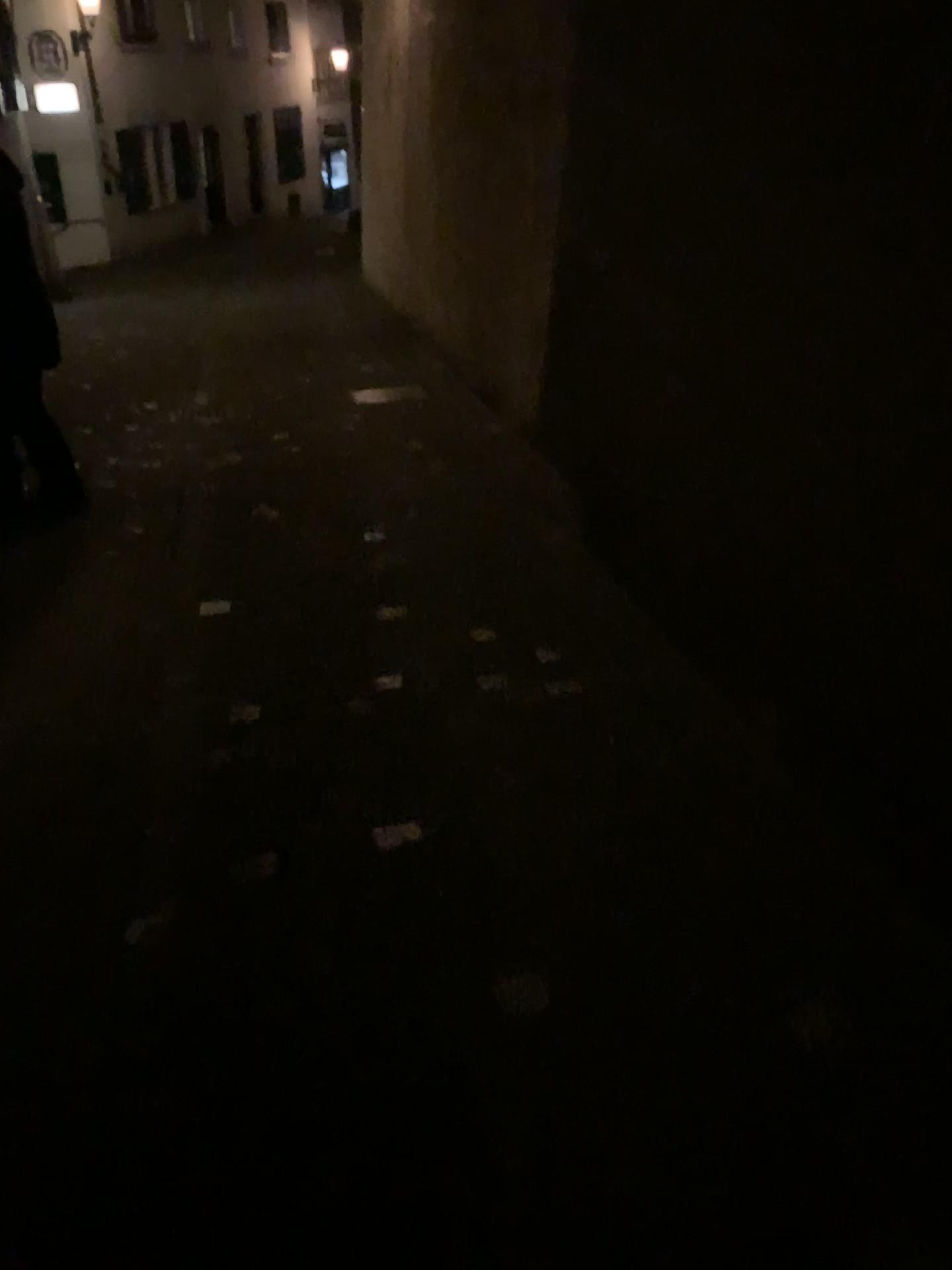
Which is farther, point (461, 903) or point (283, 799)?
point (283, 799)
